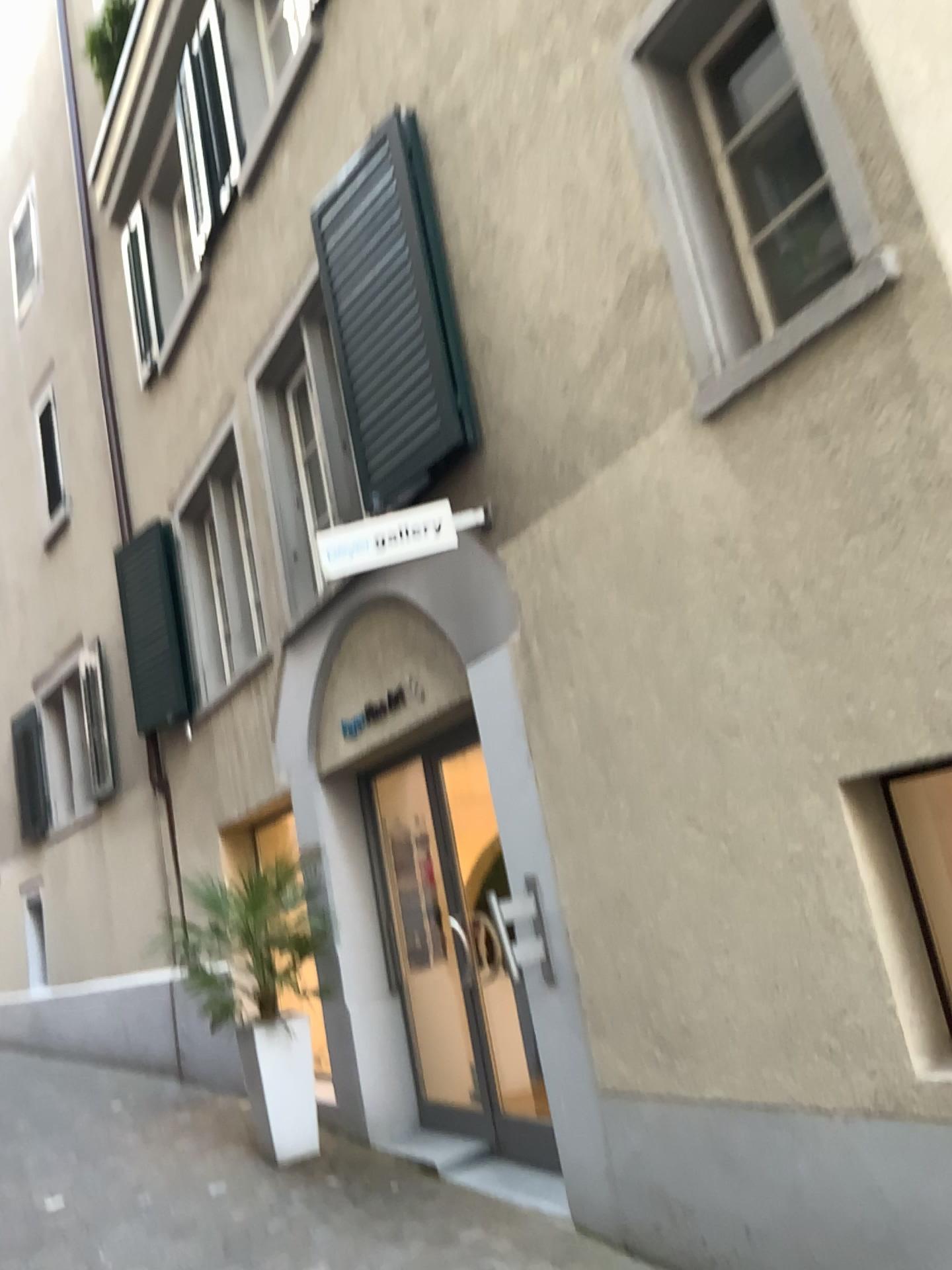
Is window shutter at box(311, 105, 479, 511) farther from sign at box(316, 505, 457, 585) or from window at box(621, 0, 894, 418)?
window at box(621, 0, 894, 418)

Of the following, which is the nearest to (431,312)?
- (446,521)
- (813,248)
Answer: (446,521)

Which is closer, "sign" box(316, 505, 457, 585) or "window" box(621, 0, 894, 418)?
"window" box(621, 0, 894, 418)

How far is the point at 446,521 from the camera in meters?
4.2 m

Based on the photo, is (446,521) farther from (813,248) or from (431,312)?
(813,248)

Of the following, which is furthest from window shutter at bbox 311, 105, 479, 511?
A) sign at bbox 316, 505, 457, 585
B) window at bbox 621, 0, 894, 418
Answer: window at bbox 621, 0, 894, 418

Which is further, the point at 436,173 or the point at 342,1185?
the point at 342,1185

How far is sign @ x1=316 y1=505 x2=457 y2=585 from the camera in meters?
4.2

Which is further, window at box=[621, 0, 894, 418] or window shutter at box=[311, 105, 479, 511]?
window shutter at box=[311, 105, 479, 511]
